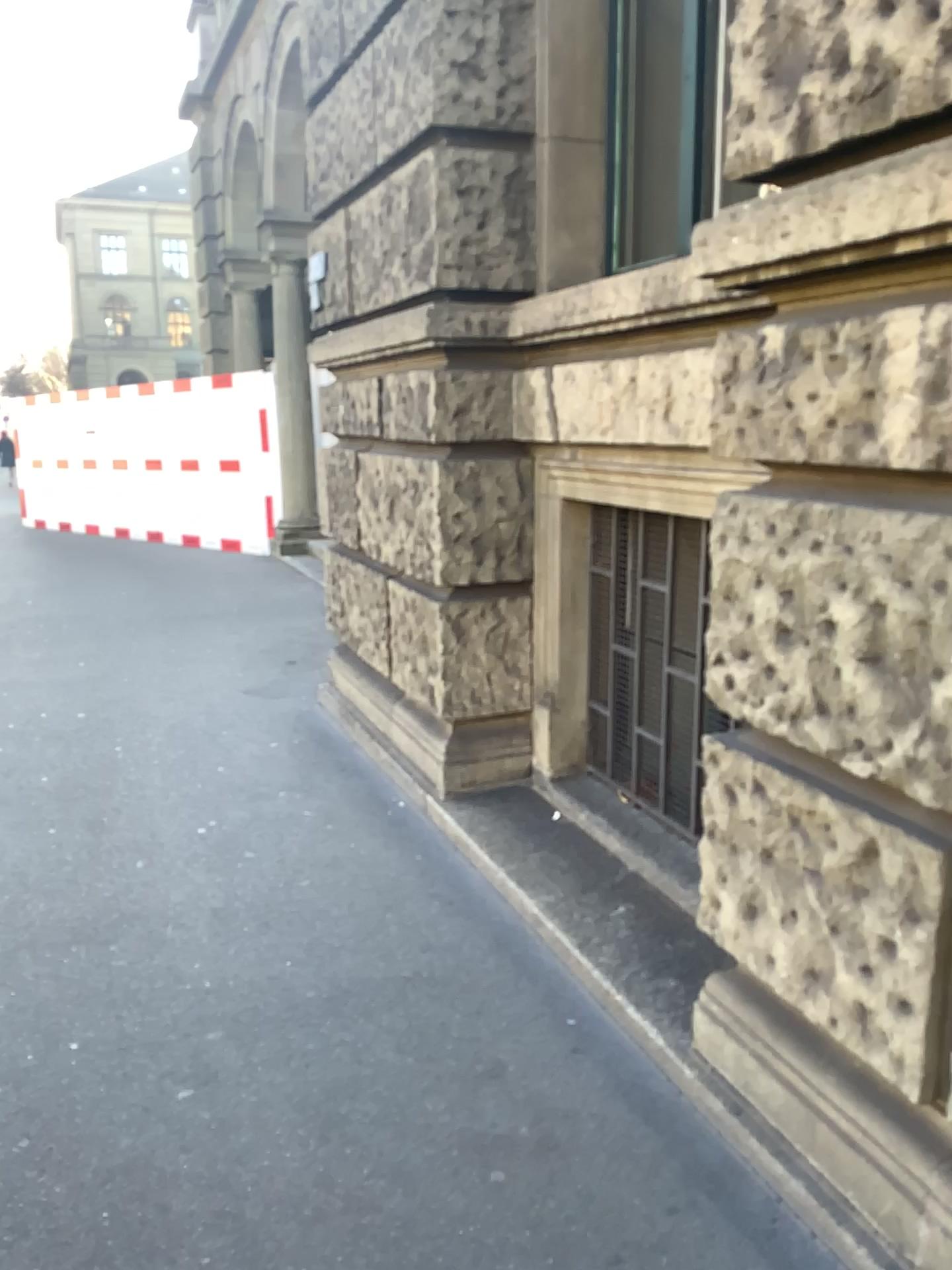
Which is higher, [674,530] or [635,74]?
[635,74]

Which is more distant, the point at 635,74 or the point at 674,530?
the point at 635,74

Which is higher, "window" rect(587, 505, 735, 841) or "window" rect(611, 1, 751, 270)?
"window" rect(611, 1, 751, 270)

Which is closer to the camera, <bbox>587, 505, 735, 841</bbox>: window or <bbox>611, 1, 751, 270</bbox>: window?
<bbox>587, 505, 735, 841</bbox>: window

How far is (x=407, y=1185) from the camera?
2.0 meters
